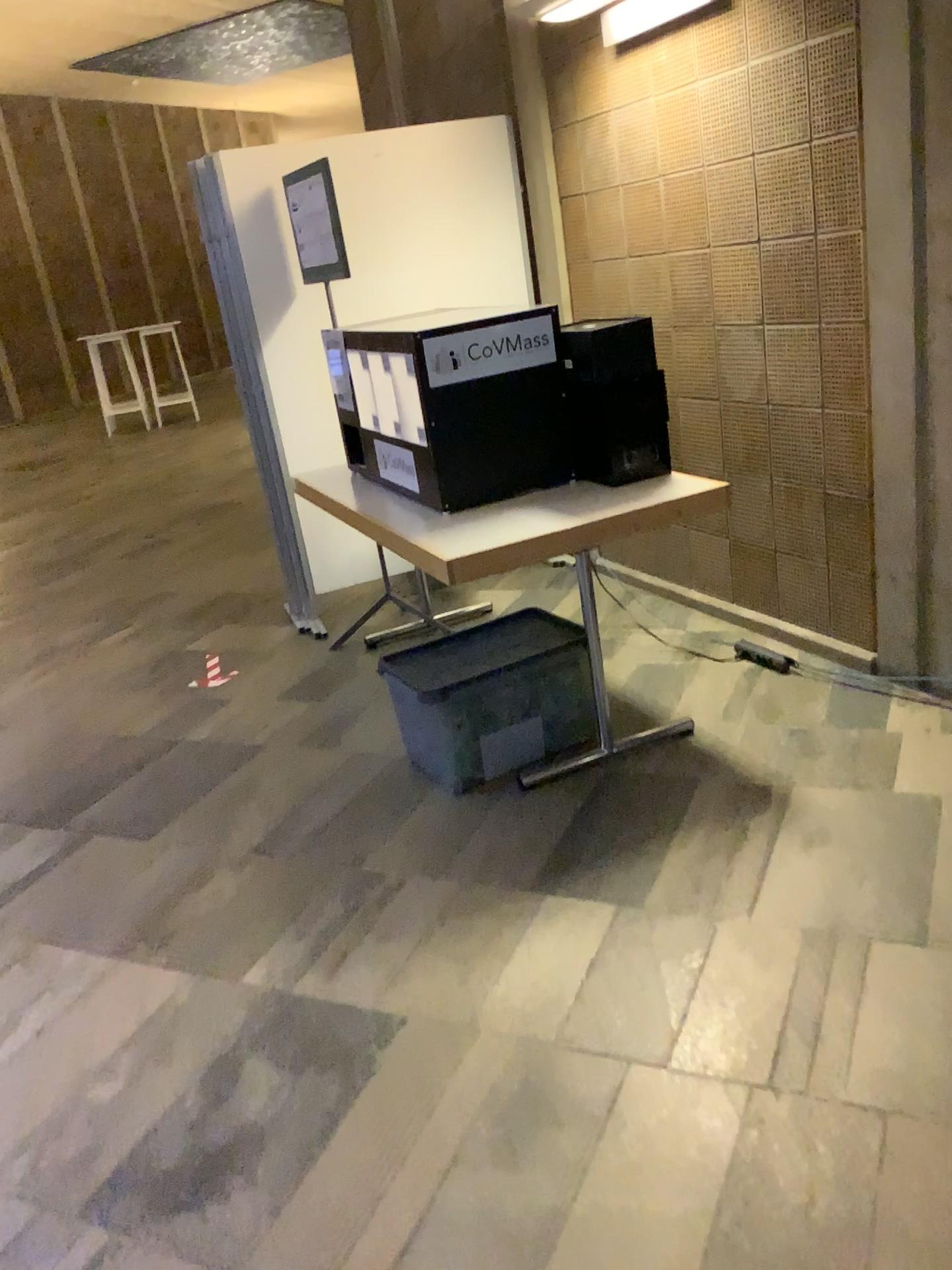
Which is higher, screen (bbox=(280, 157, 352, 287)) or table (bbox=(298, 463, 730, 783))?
screen (bbox=(280, 157, 352, 287))

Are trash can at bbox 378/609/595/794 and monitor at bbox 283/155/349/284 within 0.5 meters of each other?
no

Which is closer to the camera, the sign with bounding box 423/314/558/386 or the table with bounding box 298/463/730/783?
the table with bounding box 298/463/730/783

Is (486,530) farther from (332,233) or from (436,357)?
(332,233)

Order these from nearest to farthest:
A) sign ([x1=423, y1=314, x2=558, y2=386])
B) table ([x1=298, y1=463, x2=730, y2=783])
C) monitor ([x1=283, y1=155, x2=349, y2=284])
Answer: table ([x1=298, y1=463, x2=730, y2=783]) < sign ([x1=423, y1=314, x2=558, y2=386]) < monitor ([x1=283, y1=155, x2=349, y2=284])

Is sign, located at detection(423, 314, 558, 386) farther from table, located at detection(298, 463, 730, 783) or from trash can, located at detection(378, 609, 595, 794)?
trash can, located at detection(378, 609, 595, 794)

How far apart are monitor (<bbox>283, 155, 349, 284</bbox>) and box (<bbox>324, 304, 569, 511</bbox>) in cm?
75

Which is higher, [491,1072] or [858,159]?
[858,159]

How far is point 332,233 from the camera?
3.88m

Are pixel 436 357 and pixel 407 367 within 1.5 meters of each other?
yes
